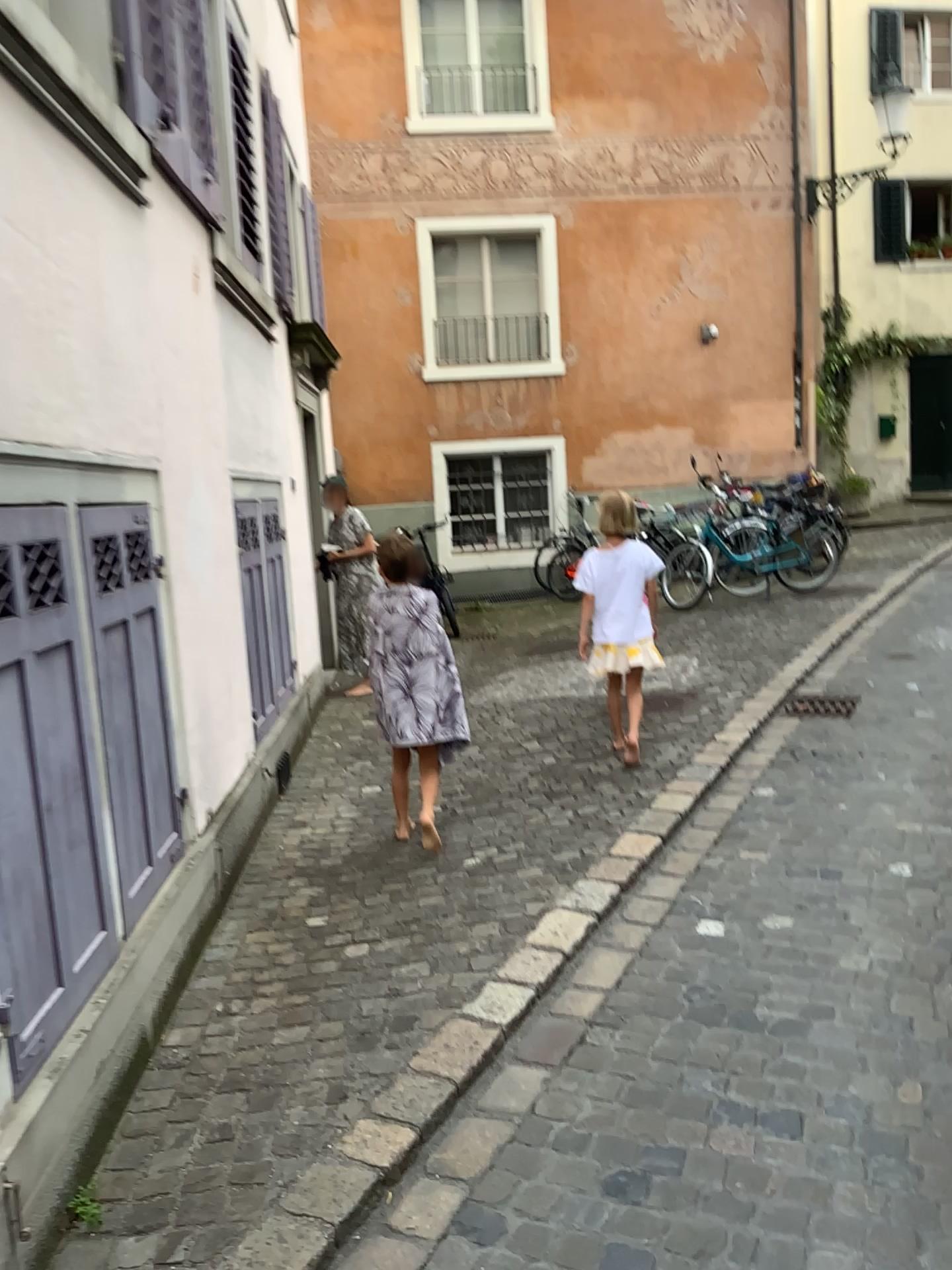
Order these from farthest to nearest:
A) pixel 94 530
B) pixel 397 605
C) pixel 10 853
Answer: pixel 397 605, pixel 94 530, pixel 10 853

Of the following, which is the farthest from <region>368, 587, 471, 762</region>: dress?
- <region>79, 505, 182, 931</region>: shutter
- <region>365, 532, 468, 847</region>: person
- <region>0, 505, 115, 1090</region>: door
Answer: <region>0, 505, 115, 1090</region>: door

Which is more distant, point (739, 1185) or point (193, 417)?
point (193, 417)

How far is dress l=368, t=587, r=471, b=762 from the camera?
4.0m

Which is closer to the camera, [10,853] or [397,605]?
[10,853]

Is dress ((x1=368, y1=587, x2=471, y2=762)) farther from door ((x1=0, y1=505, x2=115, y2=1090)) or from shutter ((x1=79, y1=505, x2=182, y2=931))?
door ((x1=0, y1=505, x2=115, y2=1090))

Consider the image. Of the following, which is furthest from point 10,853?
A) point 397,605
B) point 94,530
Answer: point 397,605

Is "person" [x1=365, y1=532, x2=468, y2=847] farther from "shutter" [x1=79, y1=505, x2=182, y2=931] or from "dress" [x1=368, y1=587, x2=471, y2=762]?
"shutter" [x1=79, y1=505, x2=182, y2=931]

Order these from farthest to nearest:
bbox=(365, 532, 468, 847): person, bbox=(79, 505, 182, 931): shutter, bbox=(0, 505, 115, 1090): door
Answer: bbox=(365, 532, 468, 847): person, bbox=(79, 505, 182, 931): shutter, bbox=(0, 505, 115, 1090): door

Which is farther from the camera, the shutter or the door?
the shutter
